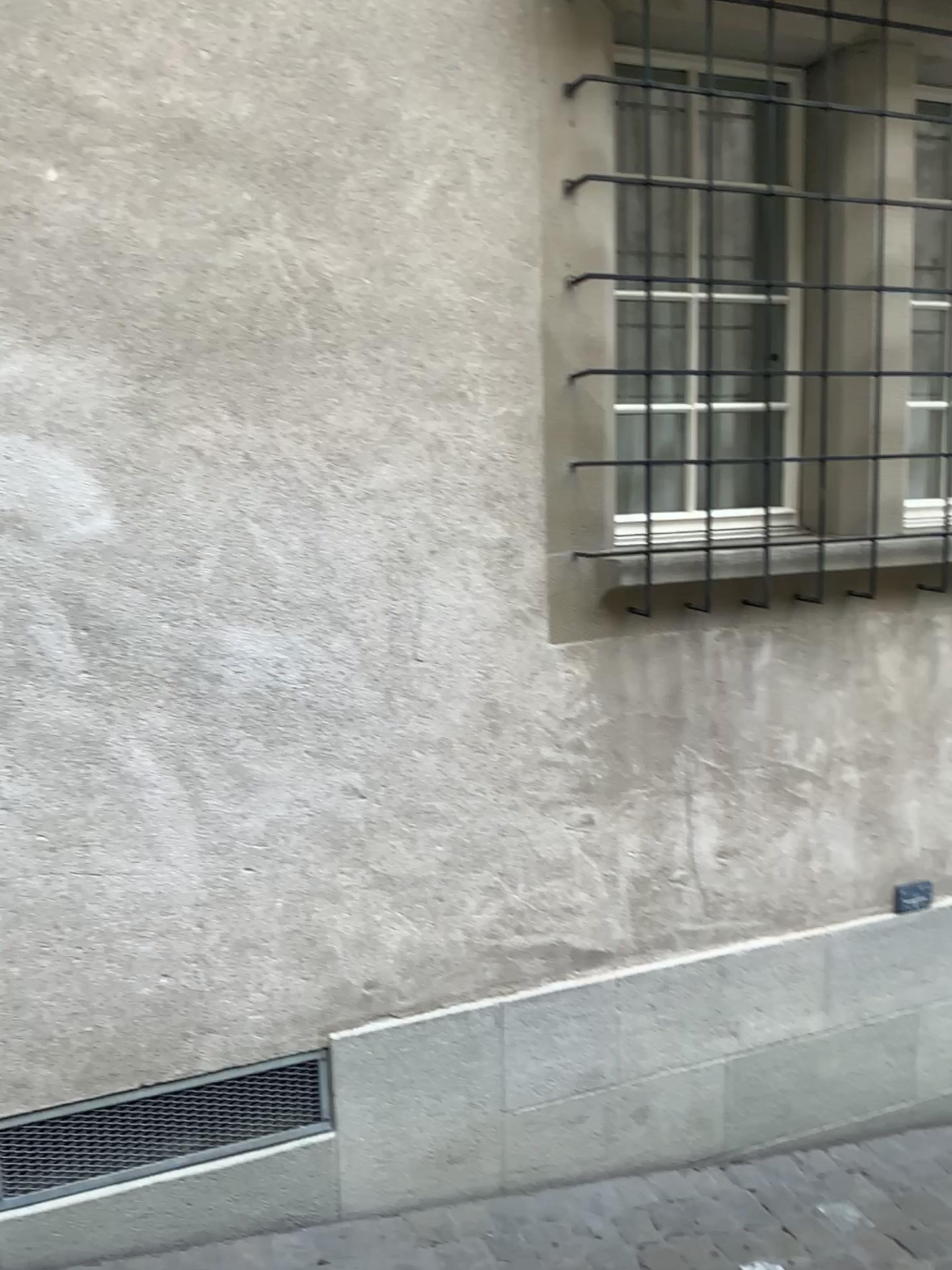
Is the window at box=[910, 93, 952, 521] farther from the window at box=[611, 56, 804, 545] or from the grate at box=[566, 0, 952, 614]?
the window at box=[611, 56, 804, 545]

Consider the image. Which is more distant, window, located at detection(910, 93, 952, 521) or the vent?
window, located at detection(910, 93, 952, 521)

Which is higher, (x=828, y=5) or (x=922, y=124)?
(x=828, y=5)

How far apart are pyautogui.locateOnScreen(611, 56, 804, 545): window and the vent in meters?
1.4

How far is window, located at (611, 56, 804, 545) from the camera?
2.5m

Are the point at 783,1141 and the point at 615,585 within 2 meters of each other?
yes

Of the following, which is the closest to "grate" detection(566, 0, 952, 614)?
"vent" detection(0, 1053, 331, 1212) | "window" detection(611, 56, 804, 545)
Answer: "window" detection(611, 56, 804, 545)

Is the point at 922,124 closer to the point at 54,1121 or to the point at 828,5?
the point at 828,5

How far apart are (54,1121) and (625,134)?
2.5m

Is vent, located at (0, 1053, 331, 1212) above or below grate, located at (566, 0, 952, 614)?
below
